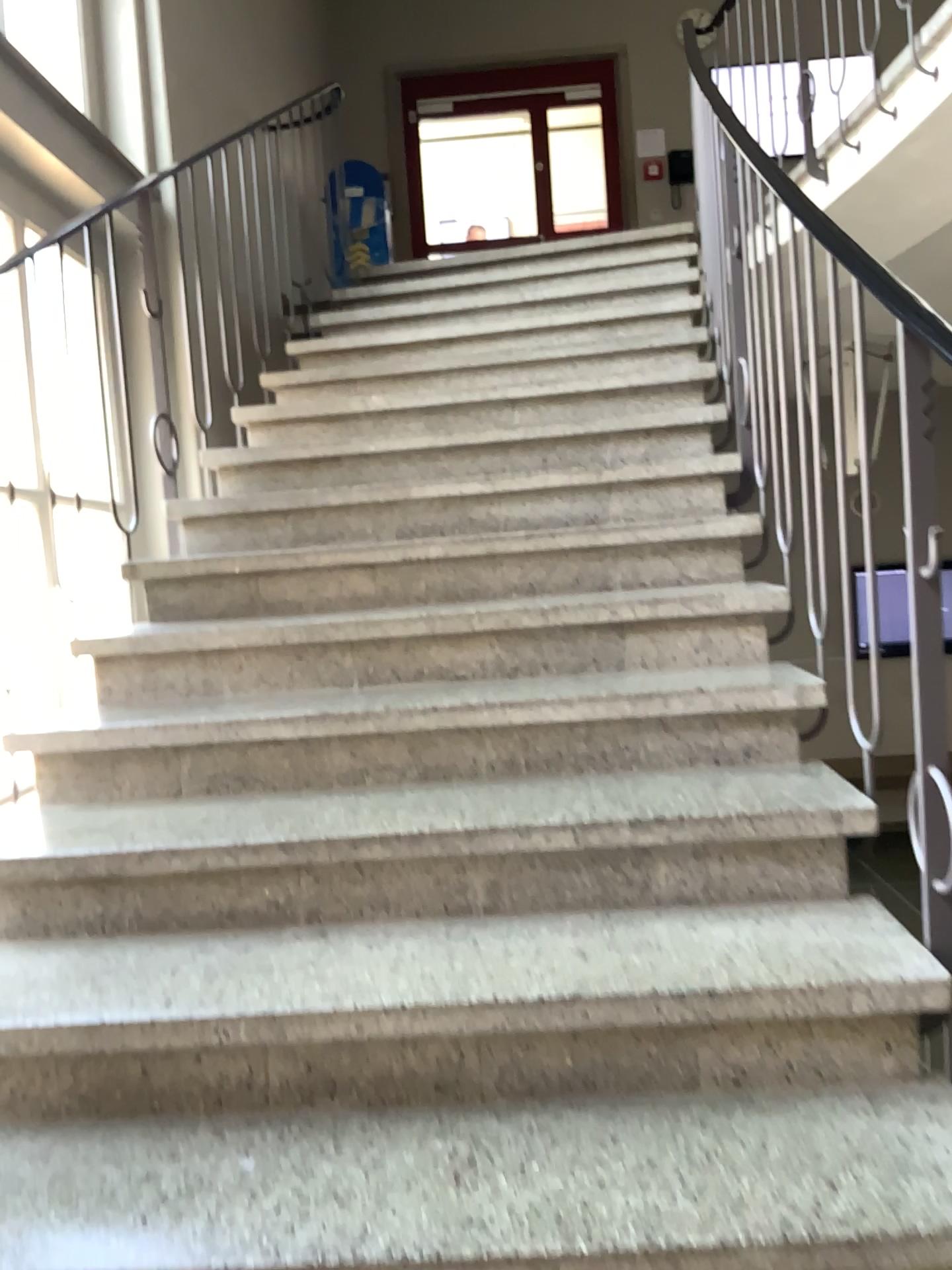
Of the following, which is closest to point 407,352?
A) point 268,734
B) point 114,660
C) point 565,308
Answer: point 565,308
